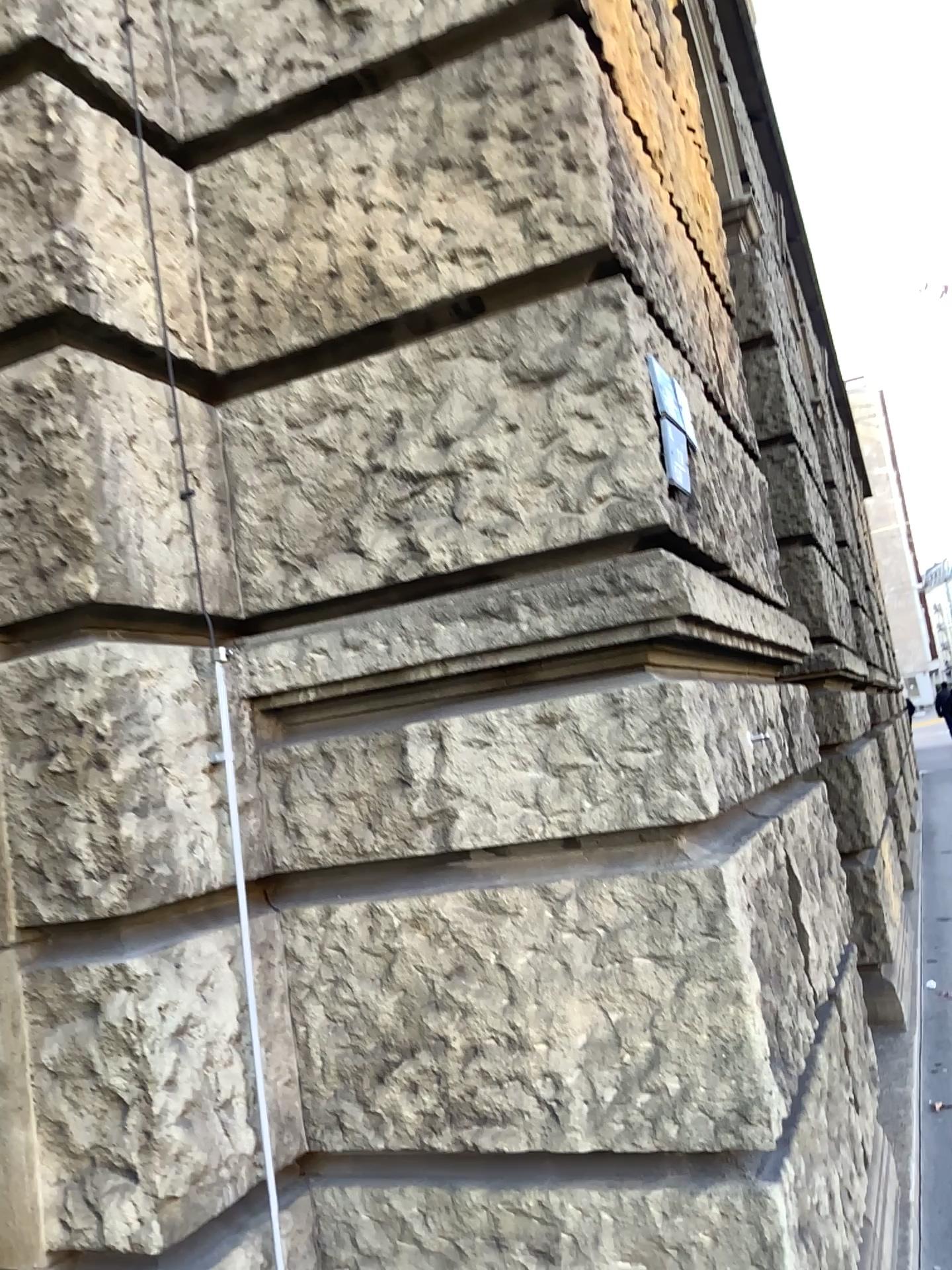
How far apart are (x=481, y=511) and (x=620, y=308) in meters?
0.4
